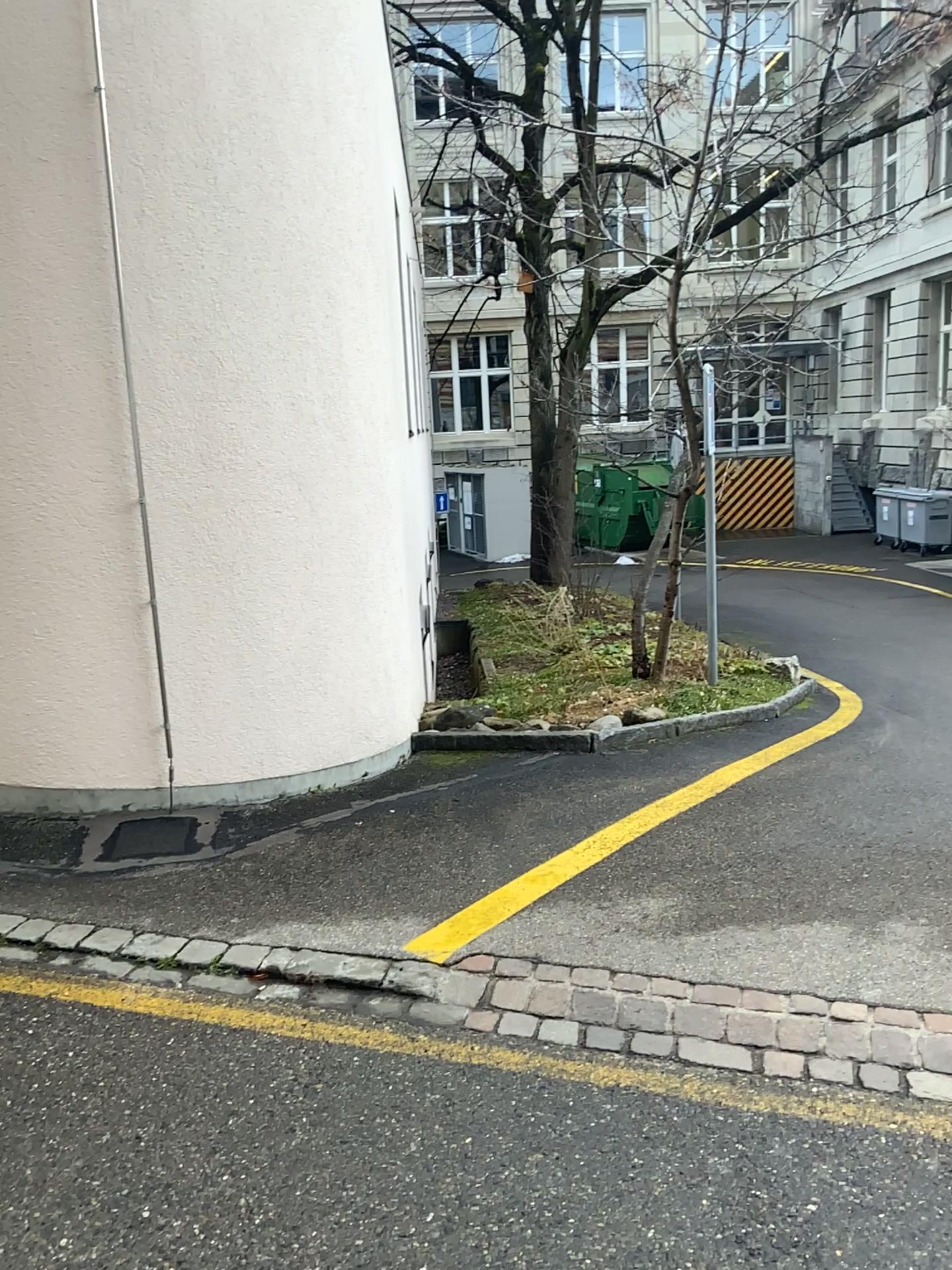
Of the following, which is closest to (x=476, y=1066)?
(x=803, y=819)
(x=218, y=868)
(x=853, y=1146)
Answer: (x=853, y=1146)
